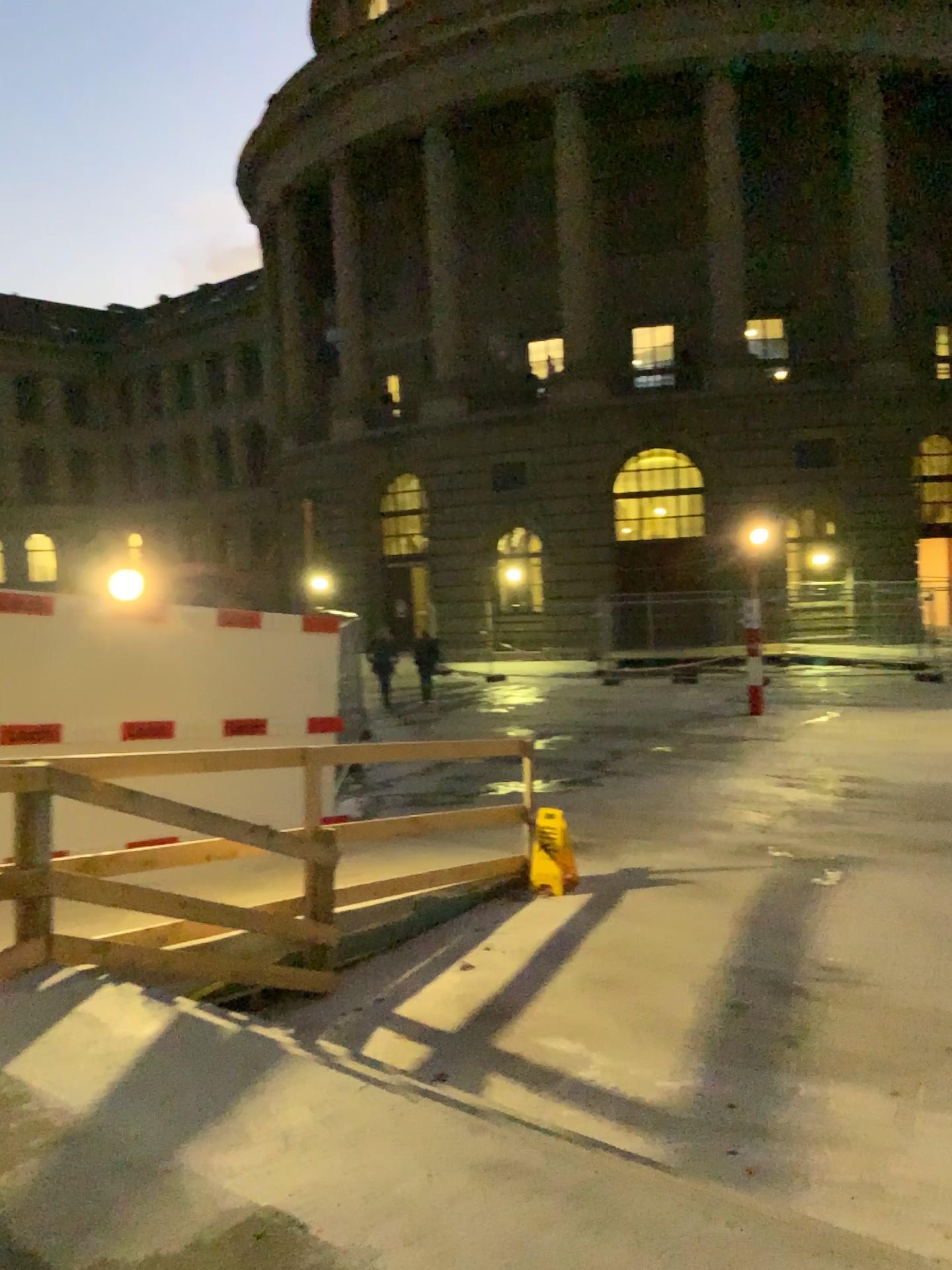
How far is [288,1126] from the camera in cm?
344
